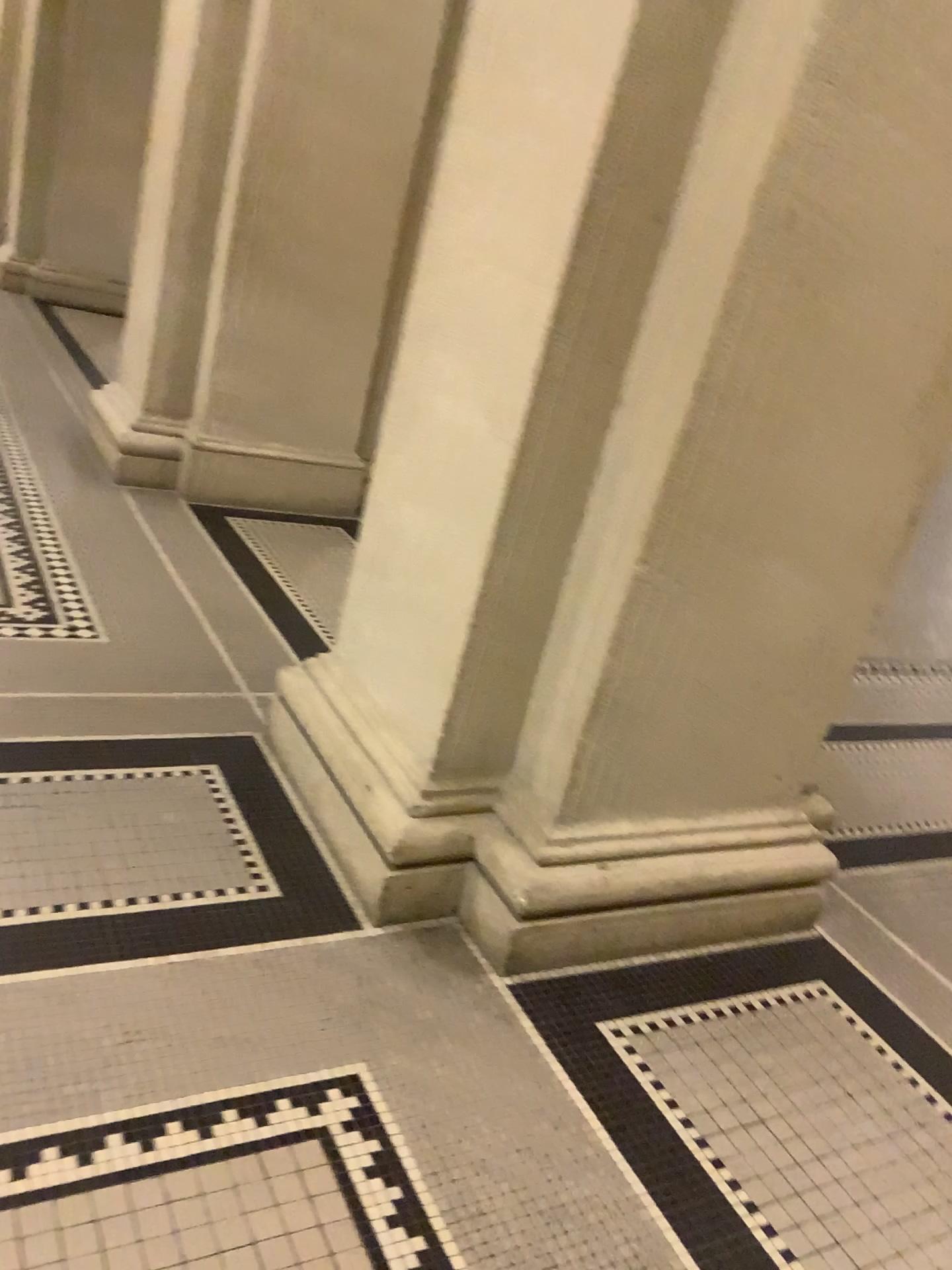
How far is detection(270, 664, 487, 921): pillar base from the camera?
2.0 meters

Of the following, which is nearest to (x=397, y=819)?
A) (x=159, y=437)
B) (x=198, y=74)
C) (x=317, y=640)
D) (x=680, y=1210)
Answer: (x=680, y=1210)

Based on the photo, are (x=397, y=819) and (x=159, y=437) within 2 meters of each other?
no

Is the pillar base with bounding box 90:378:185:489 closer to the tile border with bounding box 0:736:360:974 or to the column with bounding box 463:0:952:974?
the tile border with bounding box 0:736:360:974

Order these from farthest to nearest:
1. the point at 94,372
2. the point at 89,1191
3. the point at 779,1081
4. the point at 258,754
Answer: the point at 94,372 < the point at 258,754 < the point at 779,1081 < the point at 89,1191

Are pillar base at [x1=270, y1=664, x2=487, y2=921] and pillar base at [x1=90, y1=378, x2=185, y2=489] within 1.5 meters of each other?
no

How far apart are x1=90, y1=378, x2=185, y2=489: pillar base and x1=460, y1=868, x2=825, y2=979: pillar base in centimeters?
264cm

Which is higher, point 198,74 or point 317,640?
point 198,74

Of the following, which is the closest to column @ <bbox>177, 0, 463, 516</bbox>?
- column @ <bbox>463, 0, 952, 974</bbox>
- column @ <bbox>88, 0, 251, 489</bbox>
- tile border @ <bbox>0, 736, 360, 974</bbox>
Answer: column @ <bbox>88, 0, 251, 489</bbox>

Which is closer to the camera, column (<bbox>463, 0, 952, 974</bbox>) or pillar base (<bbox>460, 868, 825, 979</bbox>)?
column (<bbox>463, 0, 952, 974</bbox>)
